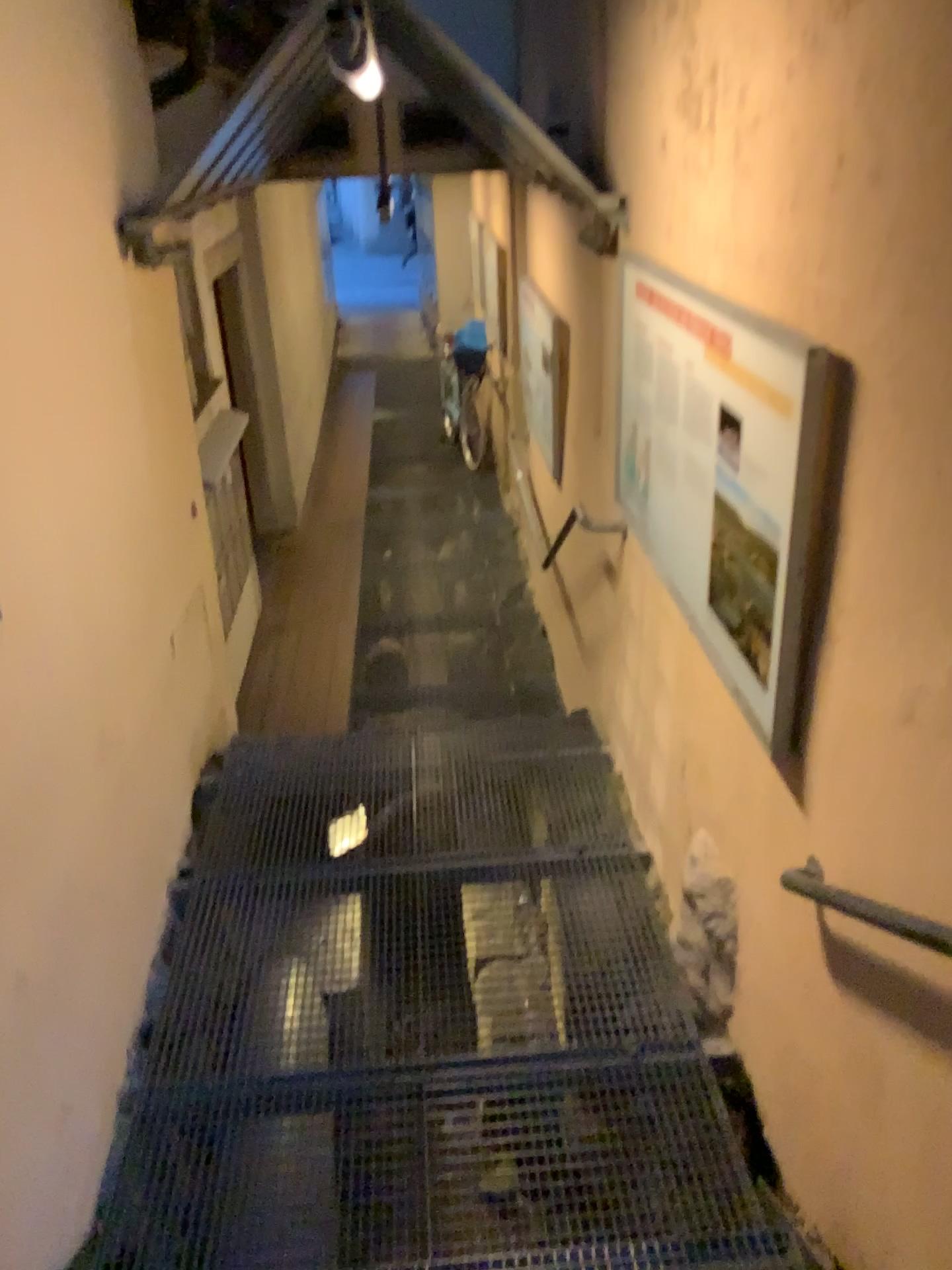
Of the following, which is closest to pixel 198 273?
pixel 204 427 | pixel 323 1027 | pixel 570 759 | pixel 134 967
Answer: pixel 204 427
